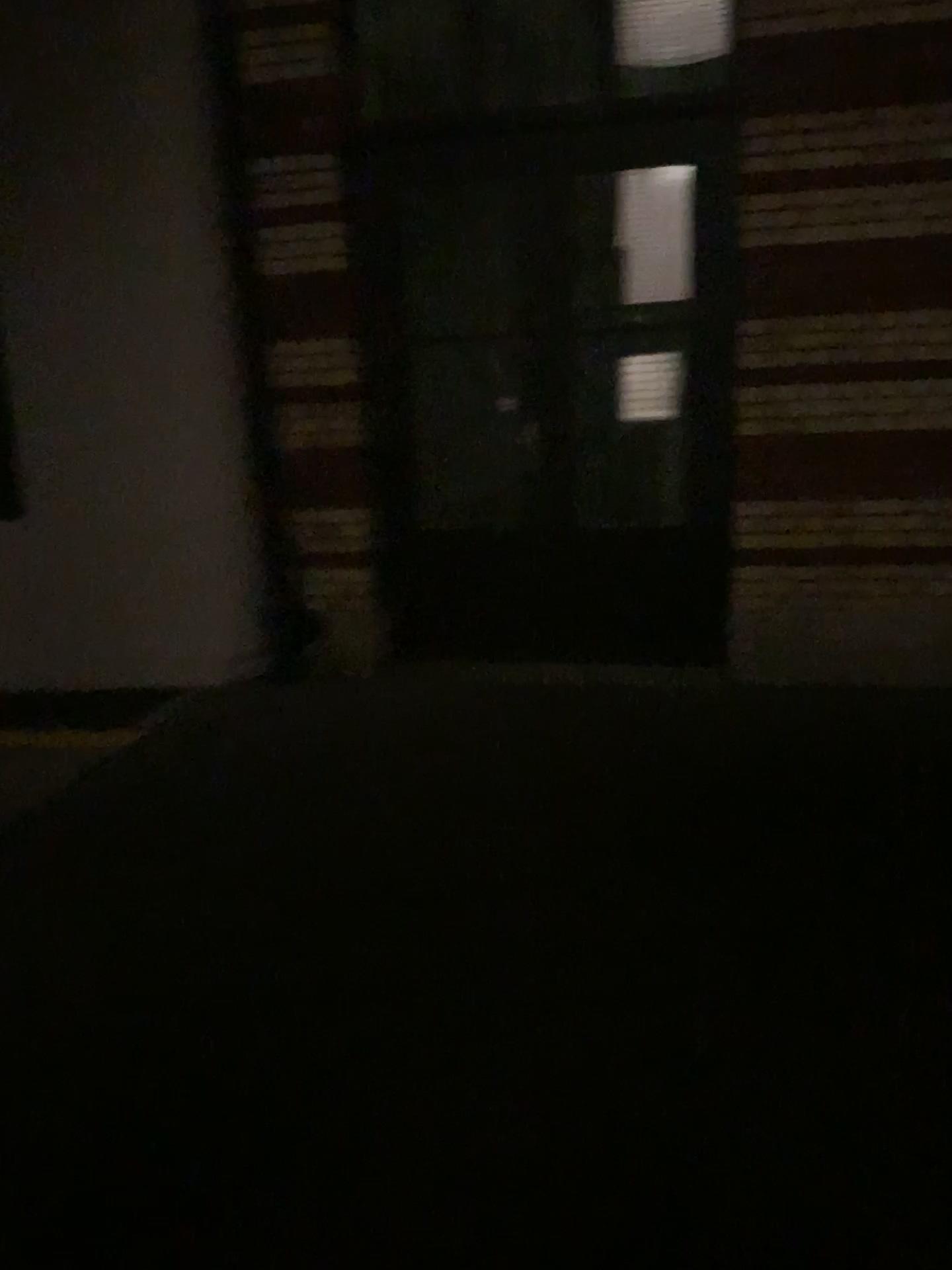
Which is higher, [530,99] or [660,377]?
[530,99]

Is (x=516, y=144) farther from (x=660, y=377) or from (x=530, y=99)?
(x=660, y=377)

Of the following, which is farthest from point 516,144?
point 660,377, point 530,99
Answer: point 660,377

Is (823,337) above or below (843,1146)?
above
